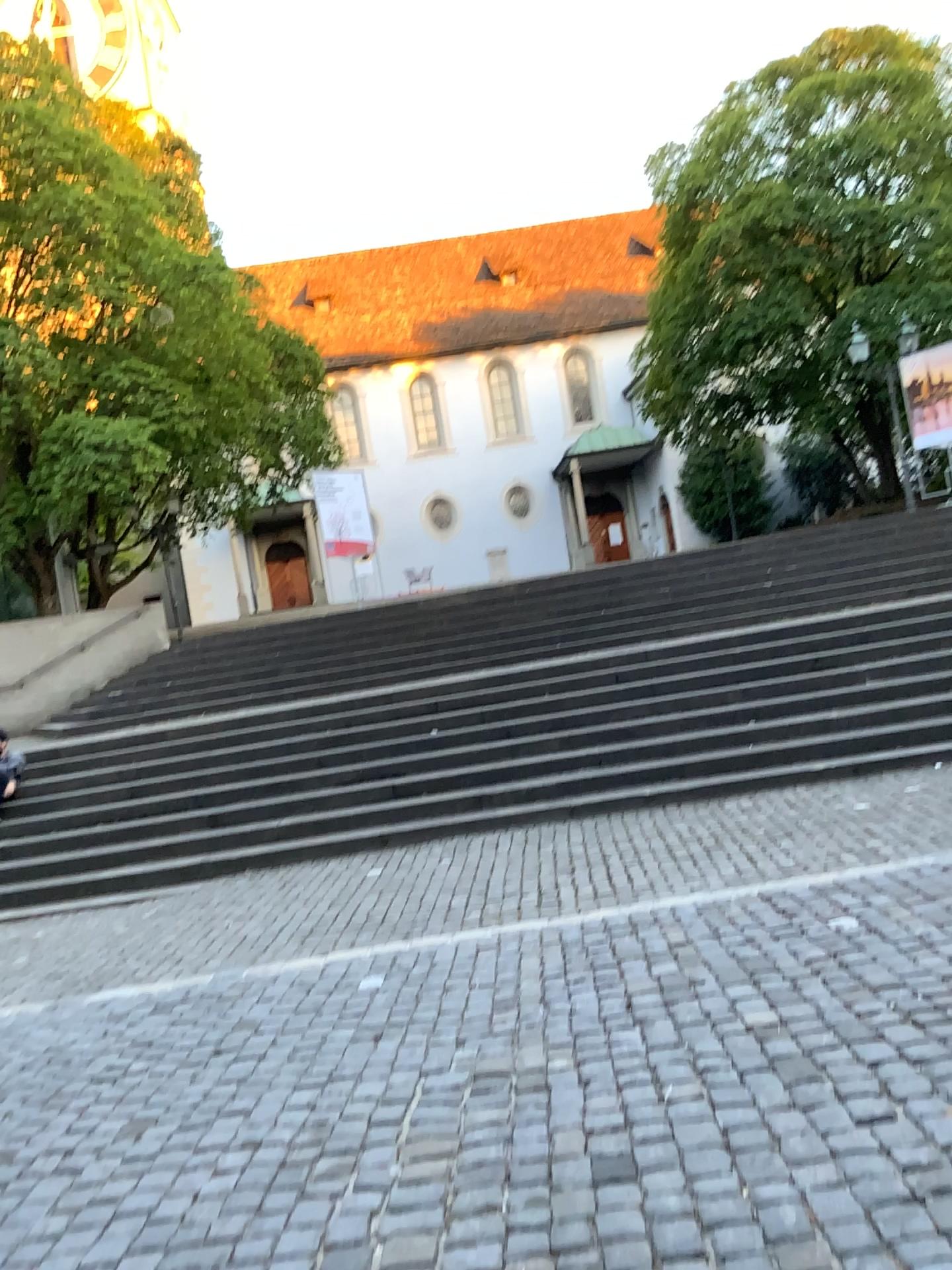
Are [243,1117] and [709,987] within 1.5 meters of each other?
no
